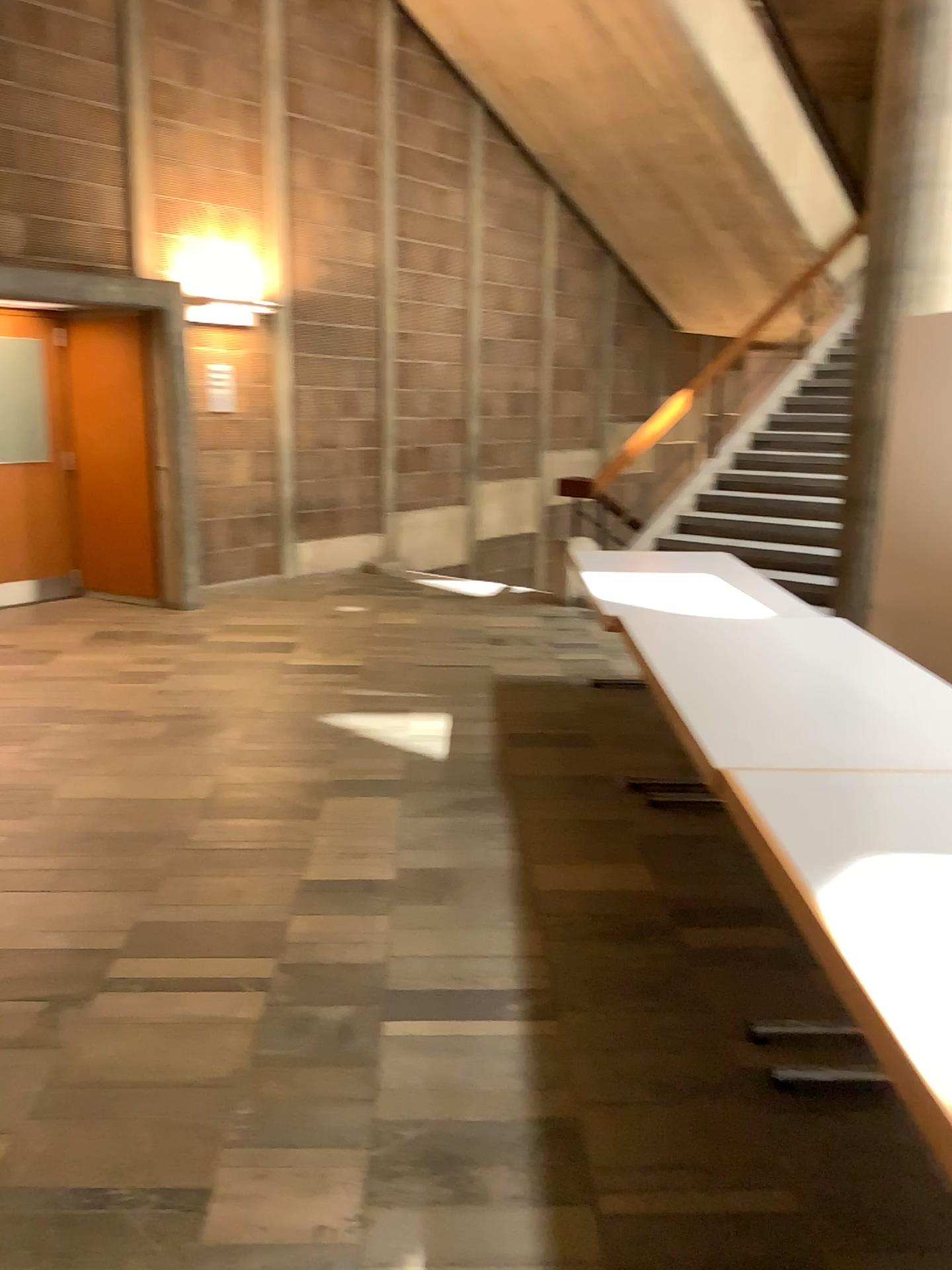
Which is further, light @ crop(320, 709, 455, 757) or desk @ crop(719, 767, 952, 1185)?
light @ crop(320, 709, 455, 757)

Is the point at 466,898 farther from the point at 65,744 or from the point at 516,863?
the point at 65,744

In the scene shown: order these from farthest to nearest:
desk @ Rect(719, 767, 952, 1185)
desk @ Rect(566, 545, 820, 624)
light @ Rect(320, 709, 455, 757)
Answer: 1. light @ Rect(320, 709, 455, 757)
2. desk @ Rect(566, 545, 820, 624)
3. desk @ Rect(719, 767, 952, 1185)

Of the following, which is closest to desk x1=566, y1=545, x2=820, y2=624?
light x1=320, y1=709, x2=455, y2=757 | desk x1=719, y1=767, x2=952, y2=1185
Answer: light x1=320, y1=709, x2=455, y2=757

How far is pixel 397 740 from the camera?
4.76m

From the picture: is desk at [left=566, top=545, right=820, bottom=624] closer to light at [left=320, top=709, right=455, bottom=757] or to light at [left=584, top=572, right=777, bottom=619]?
light at [left=584, top=572, right=777, bottom=619]

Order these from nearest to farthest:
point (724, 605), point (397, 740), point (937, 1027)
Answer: point (937, 1027) → point (724, 605) → point (397, 740)

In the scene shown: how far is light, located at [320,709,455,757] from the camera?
4.8m

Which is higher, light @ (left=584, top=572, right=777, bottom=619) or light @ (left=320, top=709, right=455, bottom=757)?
light @ (left=584, top=572, right=777, bottom=619)

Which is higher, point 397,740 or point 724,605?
point 724,605
